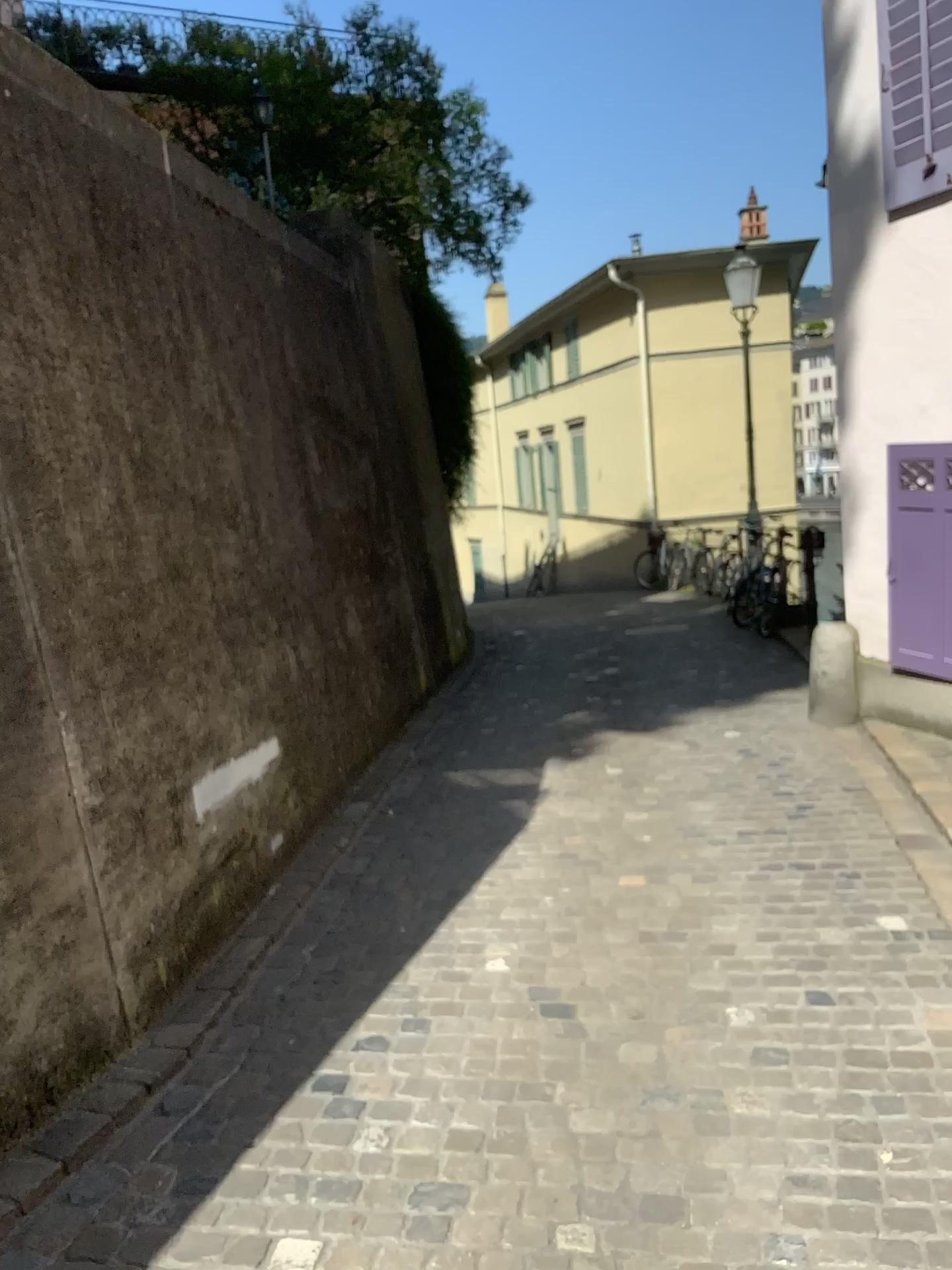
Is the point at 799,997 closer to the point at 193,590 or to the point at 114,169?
the point at 193,590
